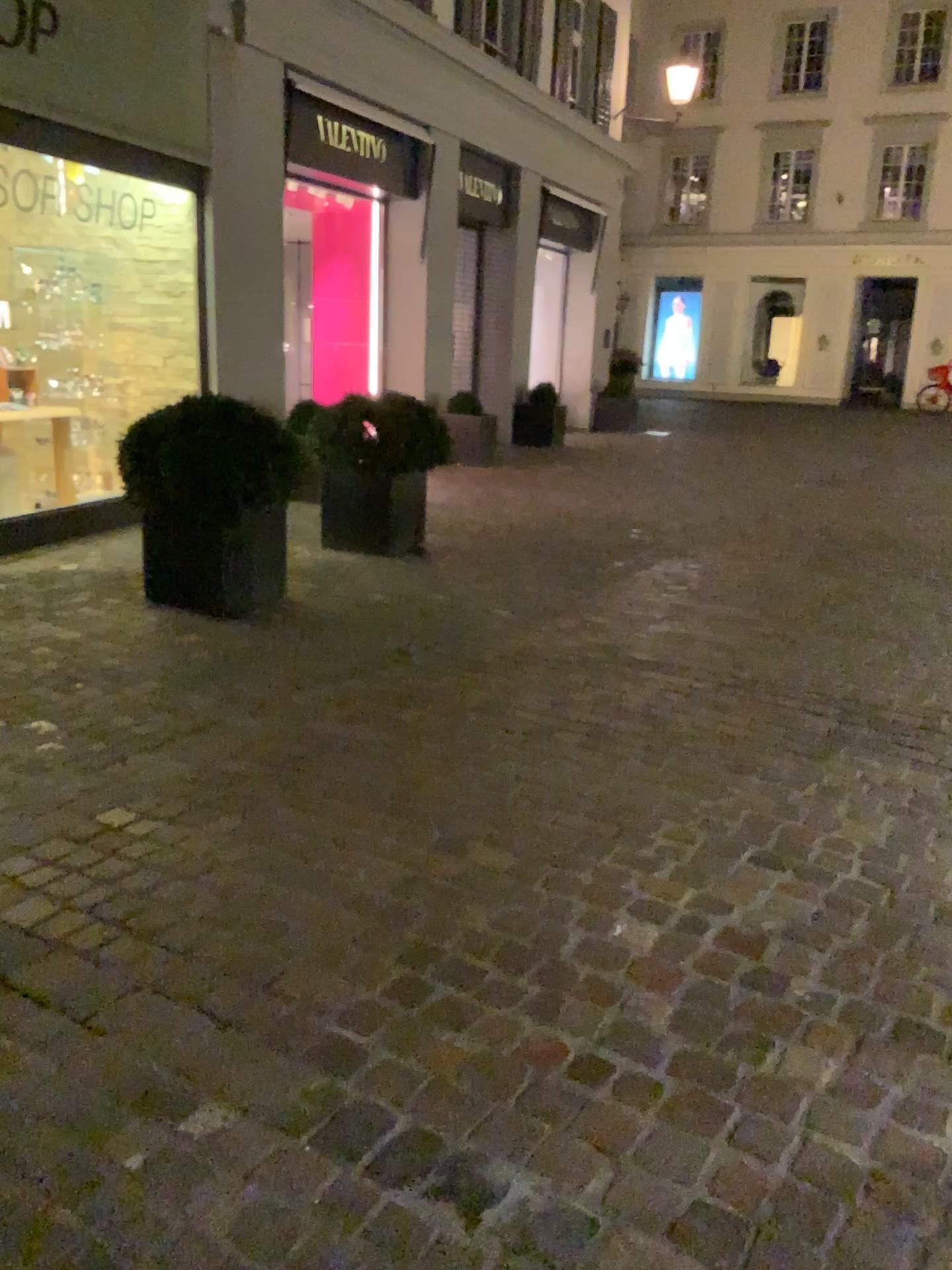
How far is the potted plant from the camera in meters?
4.8 m

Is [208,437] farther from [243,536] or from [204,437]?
[243,536]

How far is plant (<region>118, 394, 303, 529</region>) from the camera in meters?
4.8

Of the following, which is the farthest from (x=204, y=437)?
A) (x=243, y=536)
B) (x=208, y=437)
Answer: (x=243, y=536)

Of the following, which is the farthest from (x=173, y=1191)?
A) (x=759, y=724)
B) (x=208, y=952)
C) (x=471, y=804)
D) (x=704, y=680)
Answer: (x=704, y=680)

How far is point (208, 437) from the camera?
4.8 meters

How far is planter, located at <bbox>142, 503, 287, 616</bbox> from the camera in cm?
487
